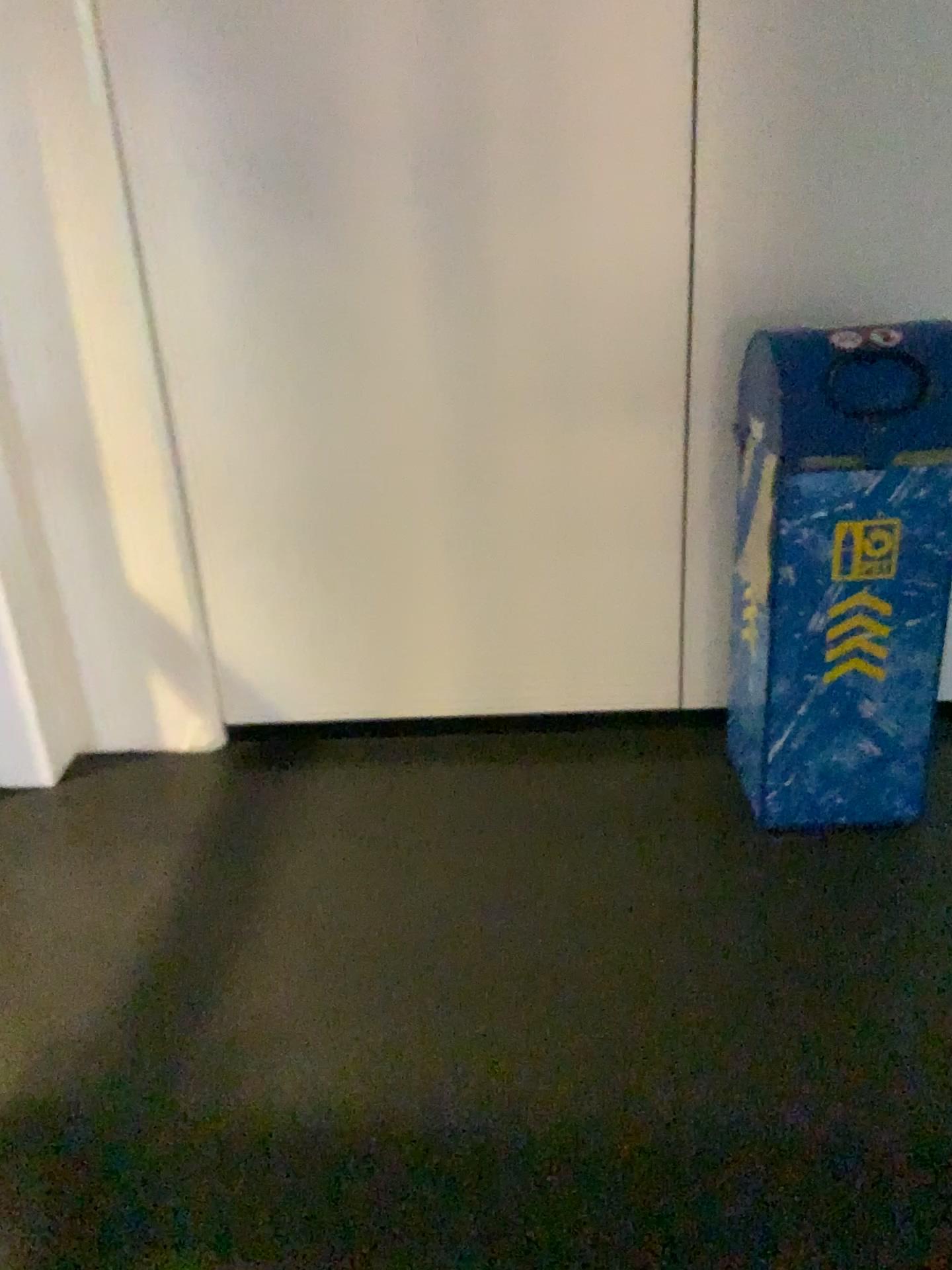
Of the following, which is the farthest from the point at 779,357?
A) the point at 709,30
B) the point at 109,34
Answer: the point at 109,34

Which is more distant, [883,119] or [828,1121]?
[883,119]

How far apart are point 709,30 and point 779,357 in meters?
0.7 m

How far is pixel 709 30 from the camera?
2.2 meters

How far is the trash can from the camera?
2.1m

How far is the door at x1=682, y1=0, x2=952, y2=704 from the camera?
2.2m
